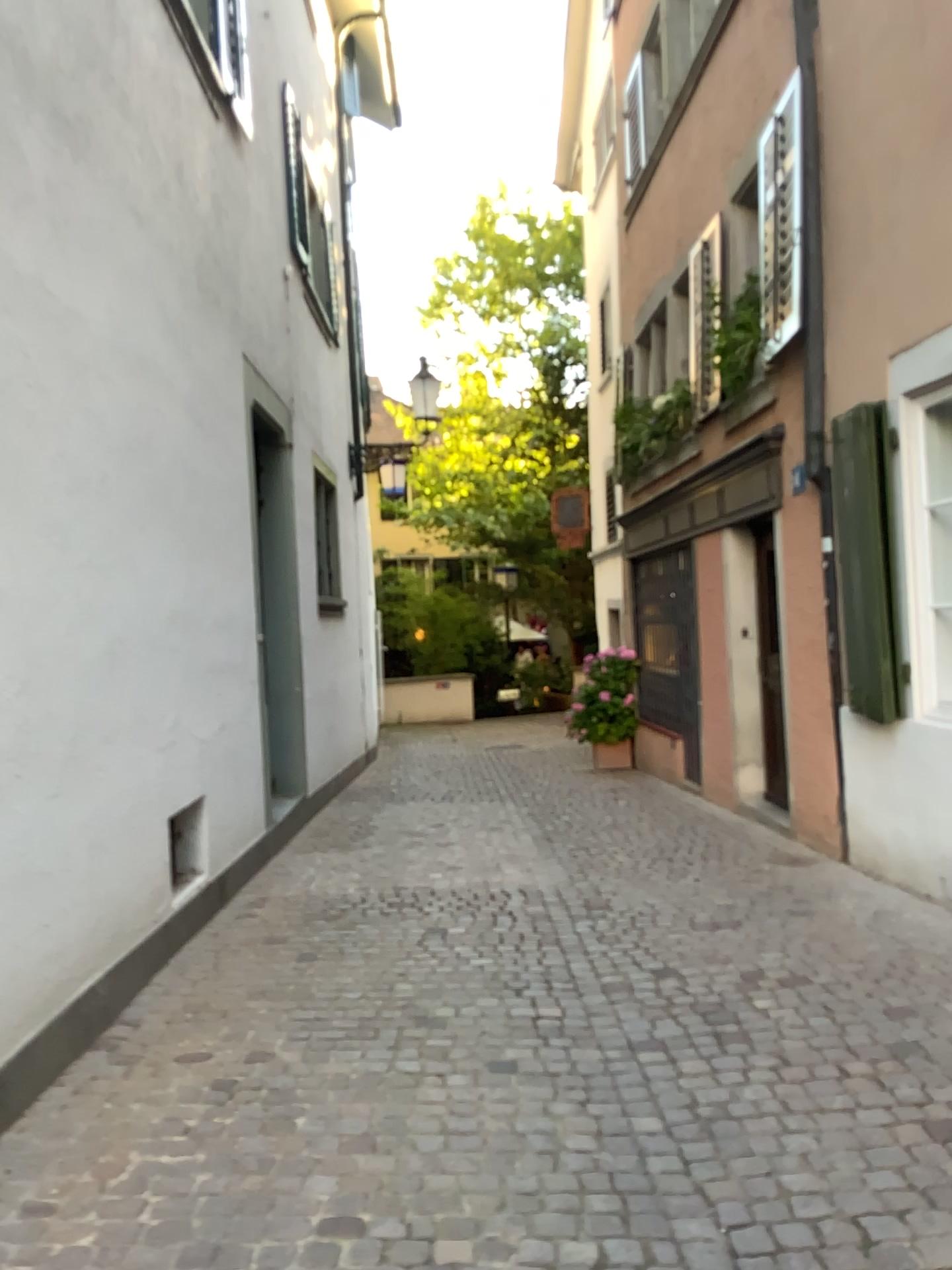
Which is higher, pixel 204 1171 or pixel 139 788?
pixel 139 788
